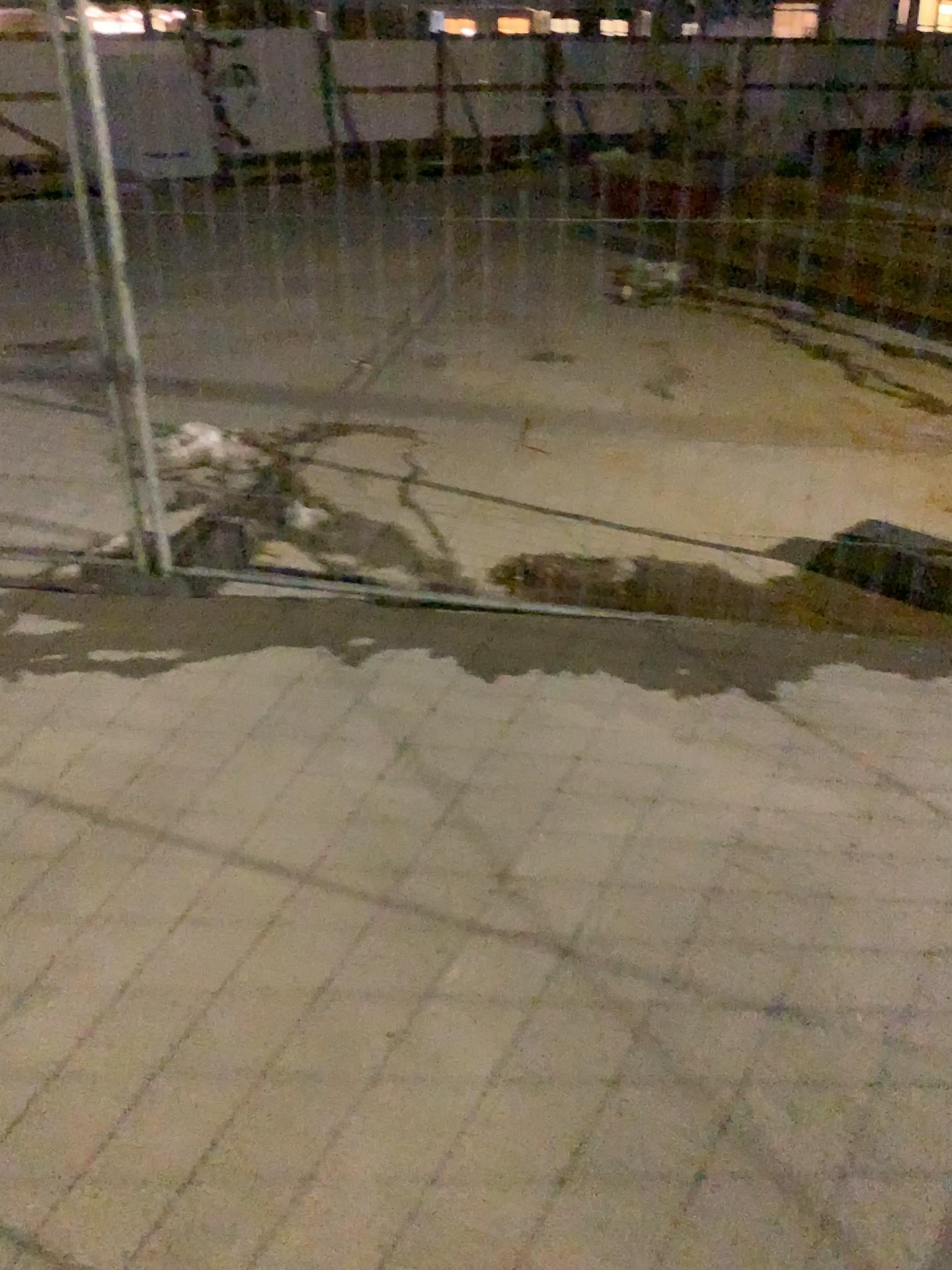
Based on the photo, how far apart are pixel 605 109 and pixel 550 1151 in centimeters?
242cm
